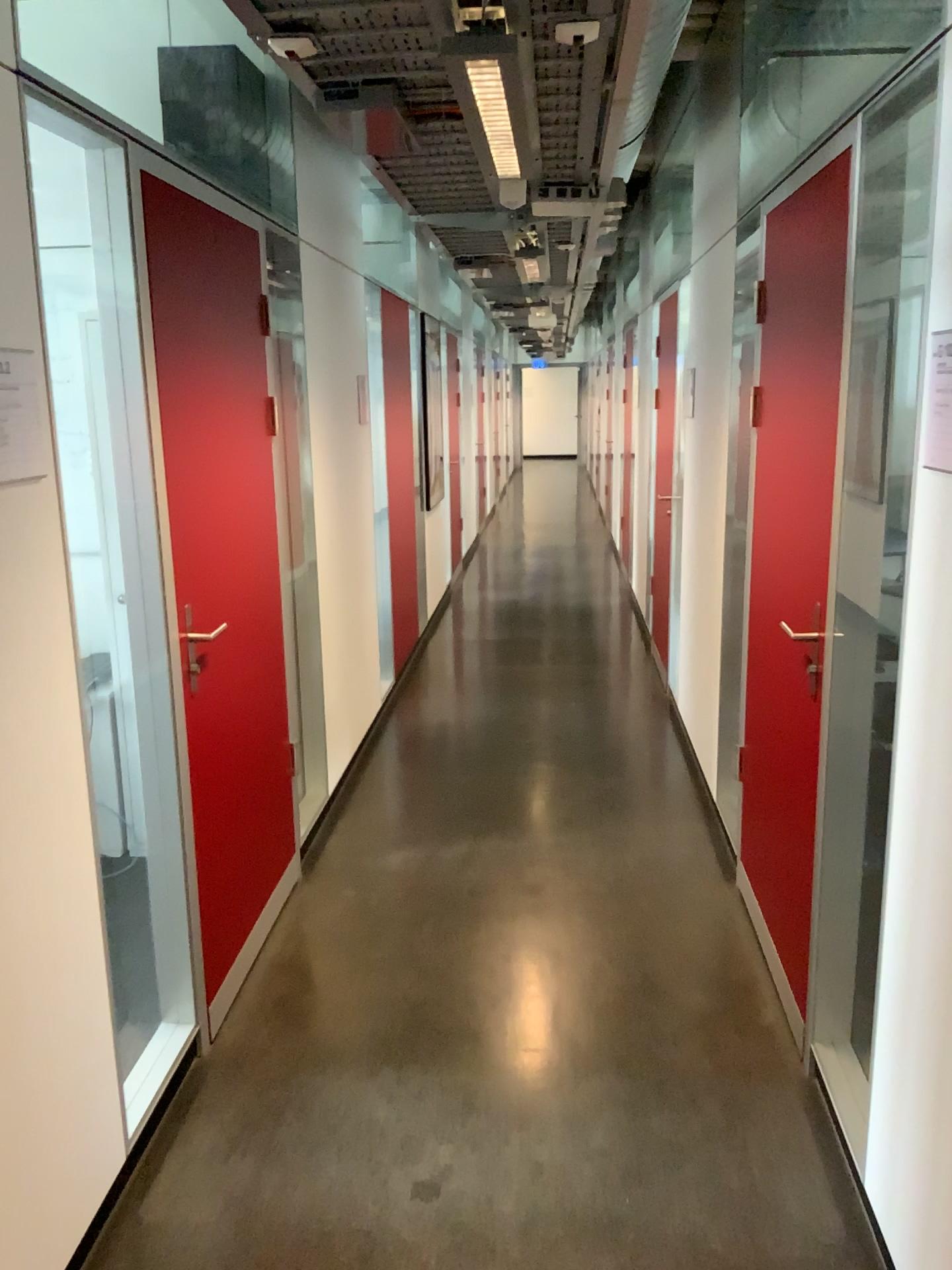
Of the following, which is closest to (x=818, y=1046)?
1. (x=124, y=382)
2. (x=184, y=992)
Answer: (x=184, y=992)

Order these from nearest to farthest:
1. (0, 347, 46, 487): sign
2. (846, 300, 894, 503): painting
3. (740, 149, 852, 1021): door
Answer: (0, 347, 46, 487): sign < (846, 300, 894, 503): painting < (740, 149, 852, 1021): door

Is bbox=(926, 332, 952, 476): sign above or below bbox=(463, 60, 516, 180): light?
below

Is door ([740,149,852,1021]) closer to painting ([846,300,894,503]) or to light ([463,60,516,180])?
painting ([846,300,894,503])

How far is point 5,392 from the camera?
1.76m

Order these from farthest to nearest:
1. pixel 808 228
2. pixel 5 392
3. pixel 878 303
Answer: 1. pixel 808 228
2. pixel 878 303
3. pixel 5 392

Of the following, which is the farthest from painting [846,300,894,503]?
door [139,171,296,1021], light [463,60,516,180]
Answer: door [139,171,296,1021]

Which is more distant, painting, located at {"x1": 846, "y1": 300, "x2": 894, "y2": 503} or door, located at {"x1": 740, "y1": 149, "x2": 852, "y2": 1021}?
door, located at {"x1": 740, "y1": 149, "x2": 852, "y2": 1021}

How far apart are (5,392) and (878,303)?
1.7m

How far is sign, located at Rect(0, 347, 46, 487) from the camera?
1.8 meters
